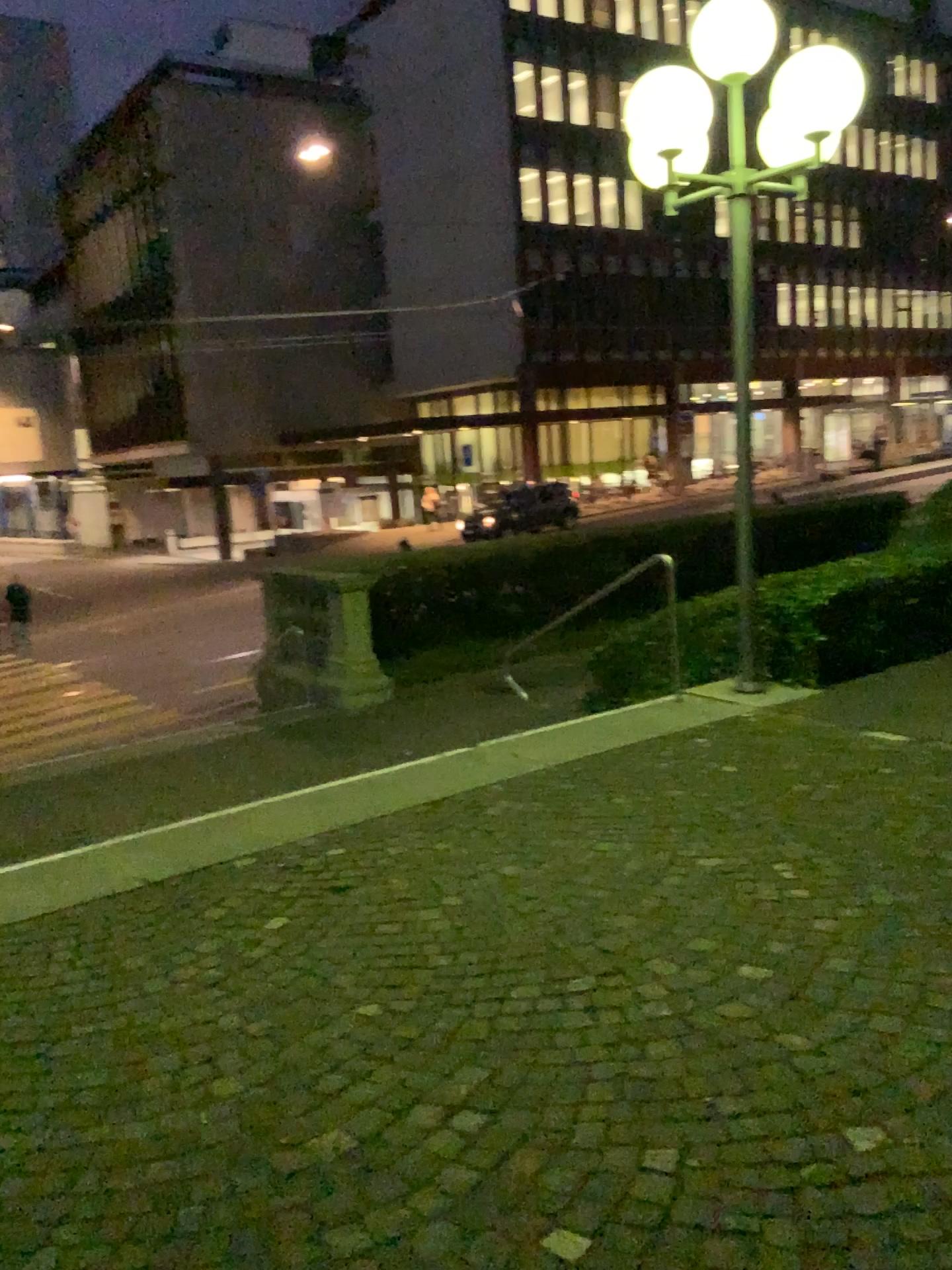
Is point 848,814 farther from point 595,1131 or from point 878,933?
point 595,1131
